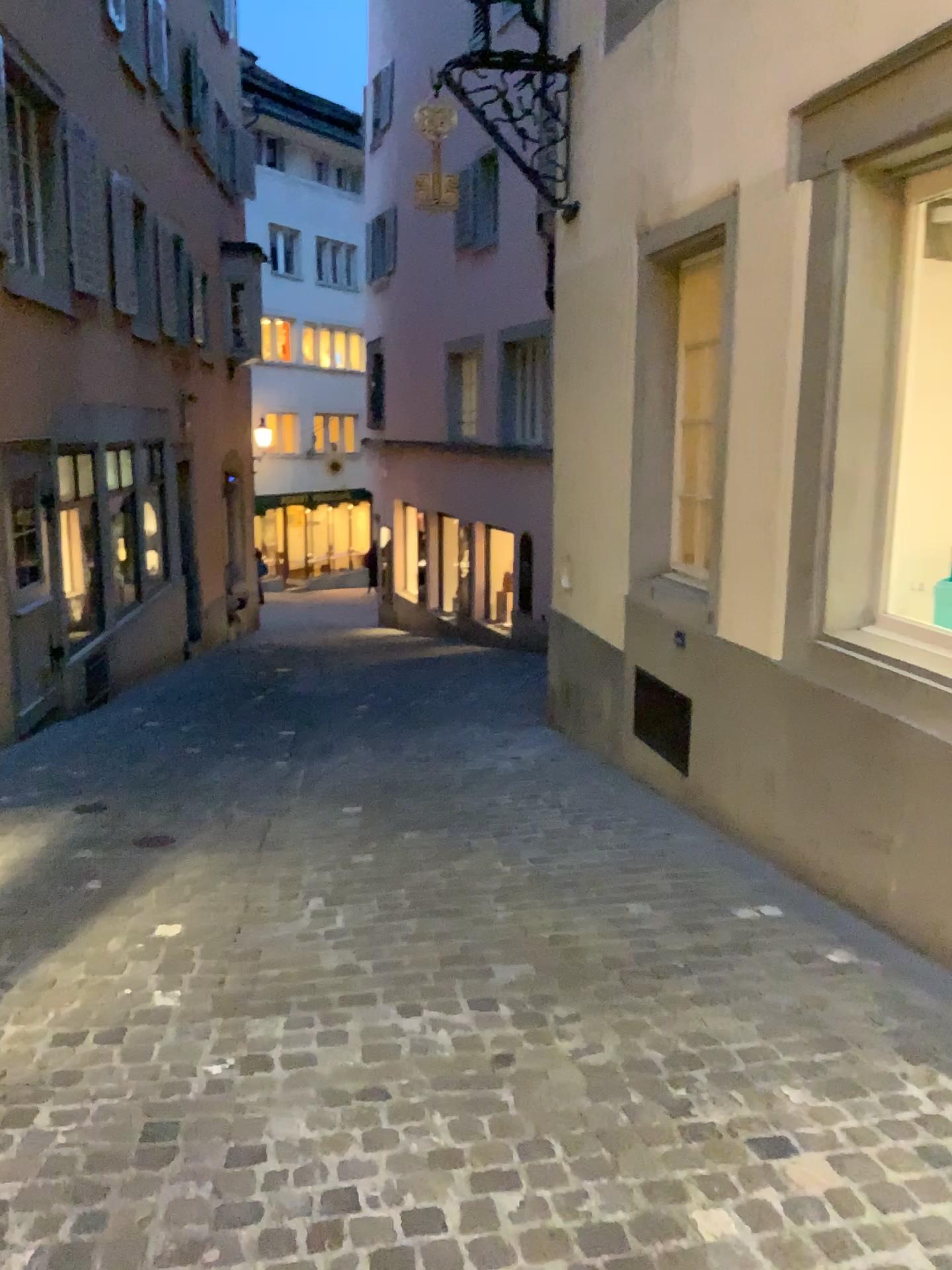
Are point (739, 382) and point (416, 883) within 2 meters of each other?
no
